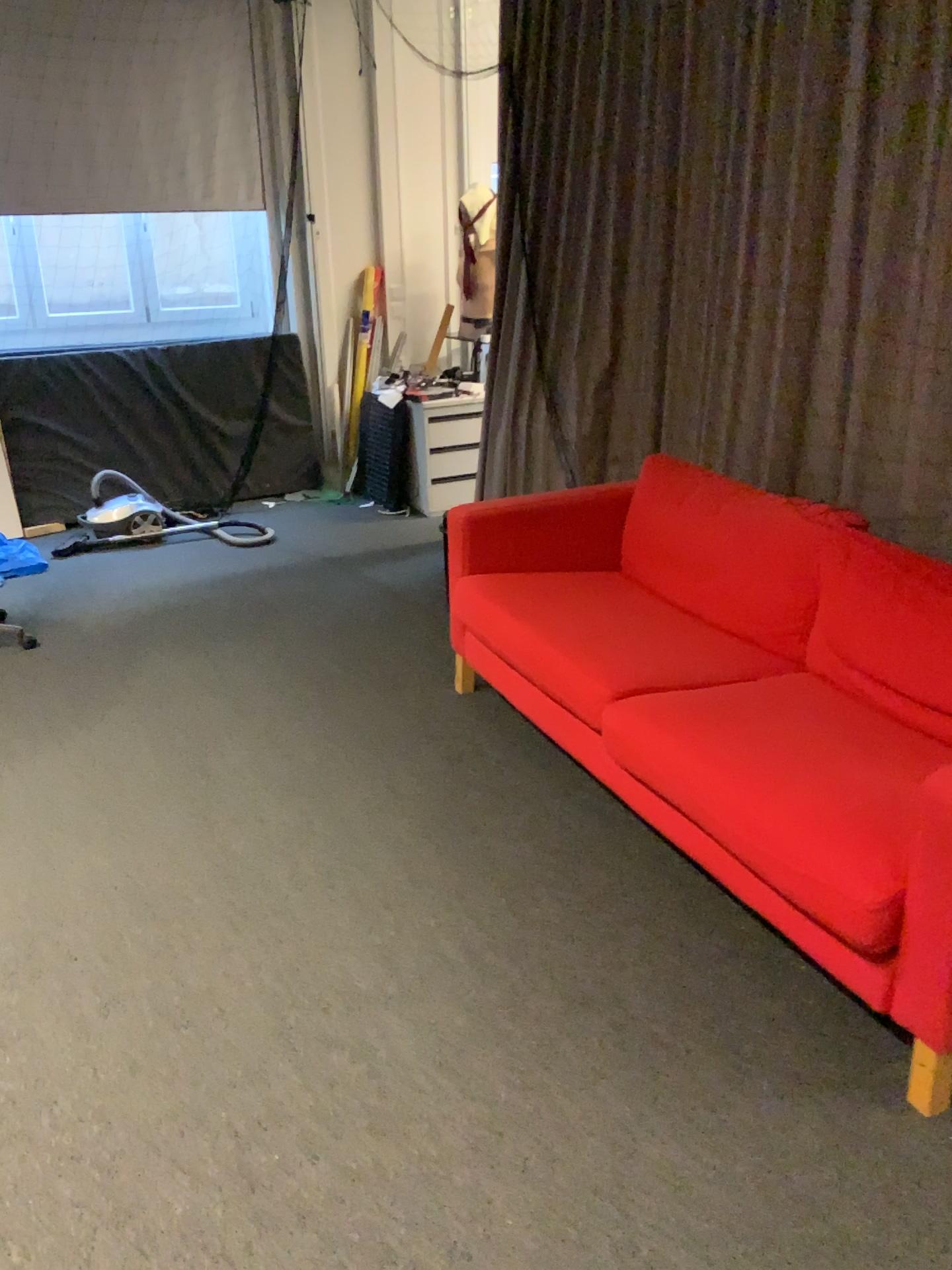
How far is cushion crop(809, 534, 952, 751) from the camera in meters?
2.3 m

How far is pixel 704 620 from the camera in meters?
3.1

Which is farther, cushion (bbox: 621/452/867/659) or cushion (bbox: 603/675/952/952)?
cushion (bbox: 621/452/867/659)

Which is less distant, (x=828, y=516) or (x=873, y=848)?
(x=873, y=848)

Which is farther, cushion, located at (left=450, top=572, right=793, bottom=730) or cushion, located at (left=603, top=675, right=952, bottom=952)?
cushion, located at (left=450, top=572, right=793, bottom=730)

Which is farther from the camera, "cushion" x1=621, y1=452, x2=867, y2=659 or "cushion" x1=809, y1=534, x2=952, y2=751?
"cushion" x1=621, y1=452, x2=867, y2=659

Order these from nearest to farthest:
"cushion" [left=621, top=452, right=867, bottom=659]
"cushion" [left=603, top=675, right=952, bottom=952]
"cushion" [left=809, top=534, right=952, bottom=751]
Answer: "cushion" [left=603, top=675, right=952, bottom=952] < "cushion" [left=809, top=534, right=952, bottom=751] < "cushion" [left=621, top=452, right=867, bottom=659]

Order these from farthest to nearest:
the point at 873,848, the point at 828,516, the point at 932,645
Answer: the point at 828,516
the point at 932,645
the point at 873,848

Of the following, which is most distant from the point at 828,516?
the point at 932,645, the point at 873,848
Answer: the point at 873,848

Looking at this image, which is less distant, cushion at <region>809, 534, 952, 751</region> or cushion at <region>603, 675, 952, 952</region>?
cushion at <region>603, 675, 952, 952</region>
